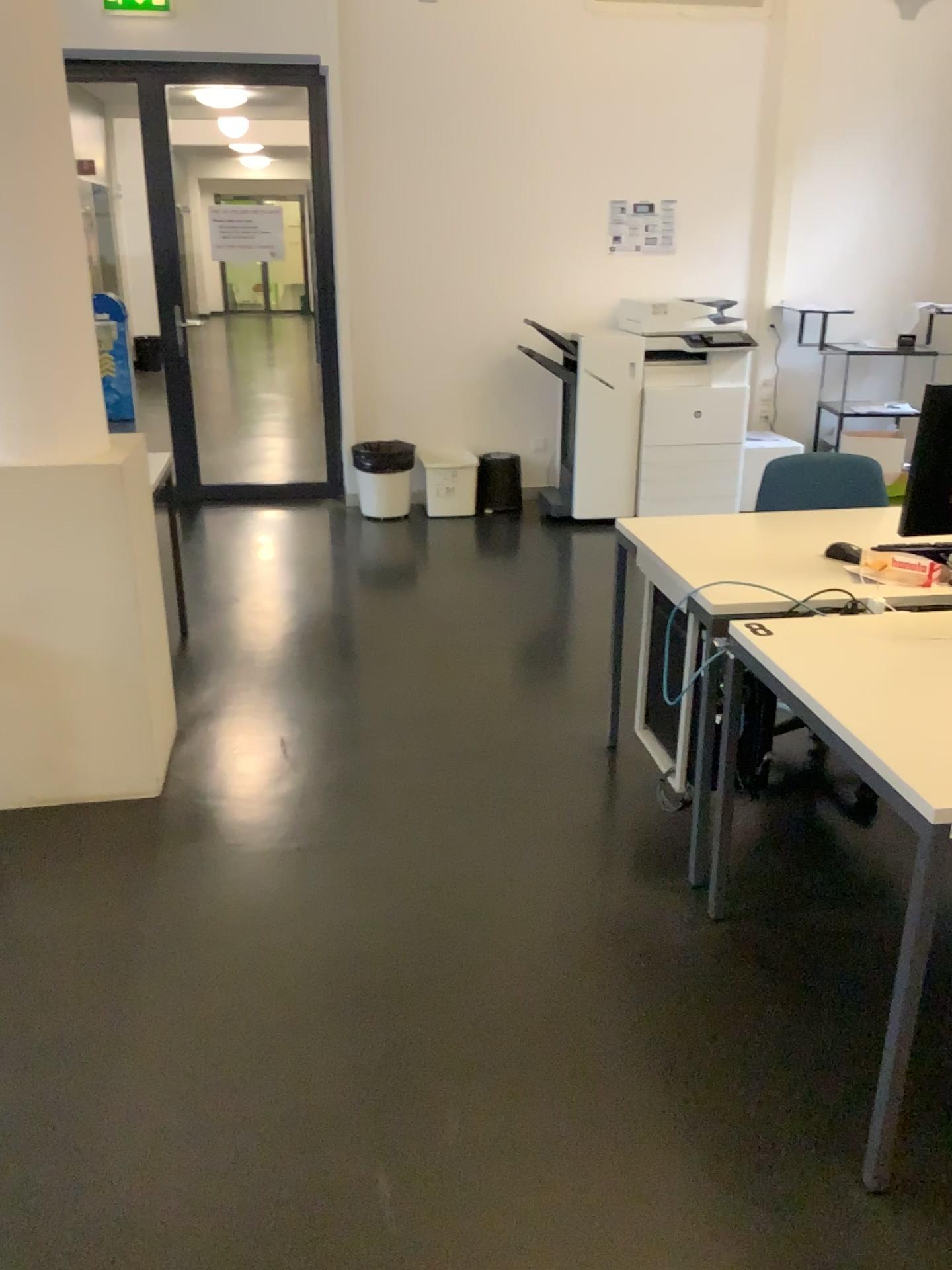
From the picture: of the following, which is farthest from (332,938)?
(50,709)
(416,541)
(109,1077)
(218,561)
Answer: (416,541)
